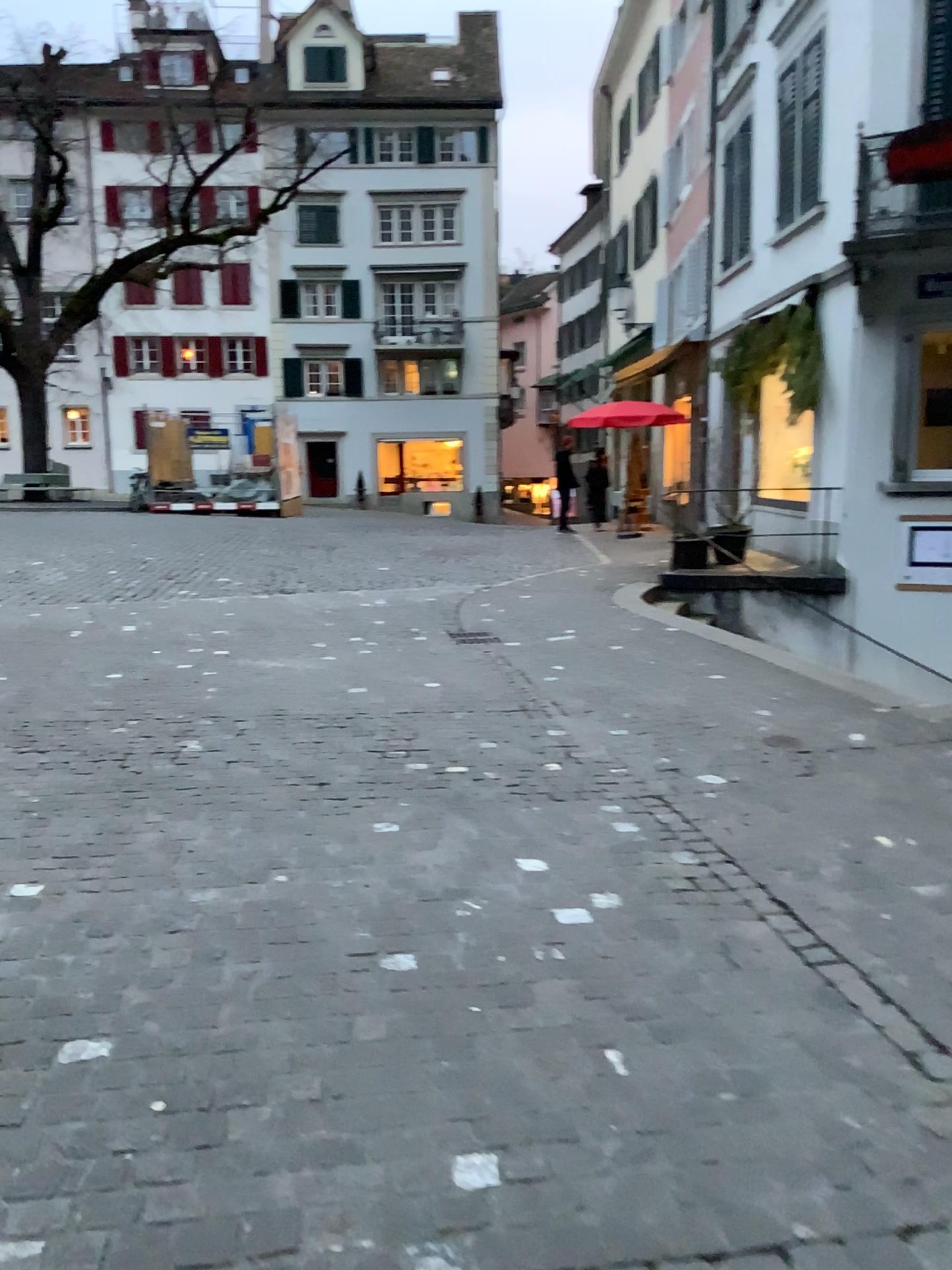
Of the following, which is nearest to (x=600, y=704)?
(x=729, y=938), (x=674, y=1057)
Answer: (x=729, y=938)
